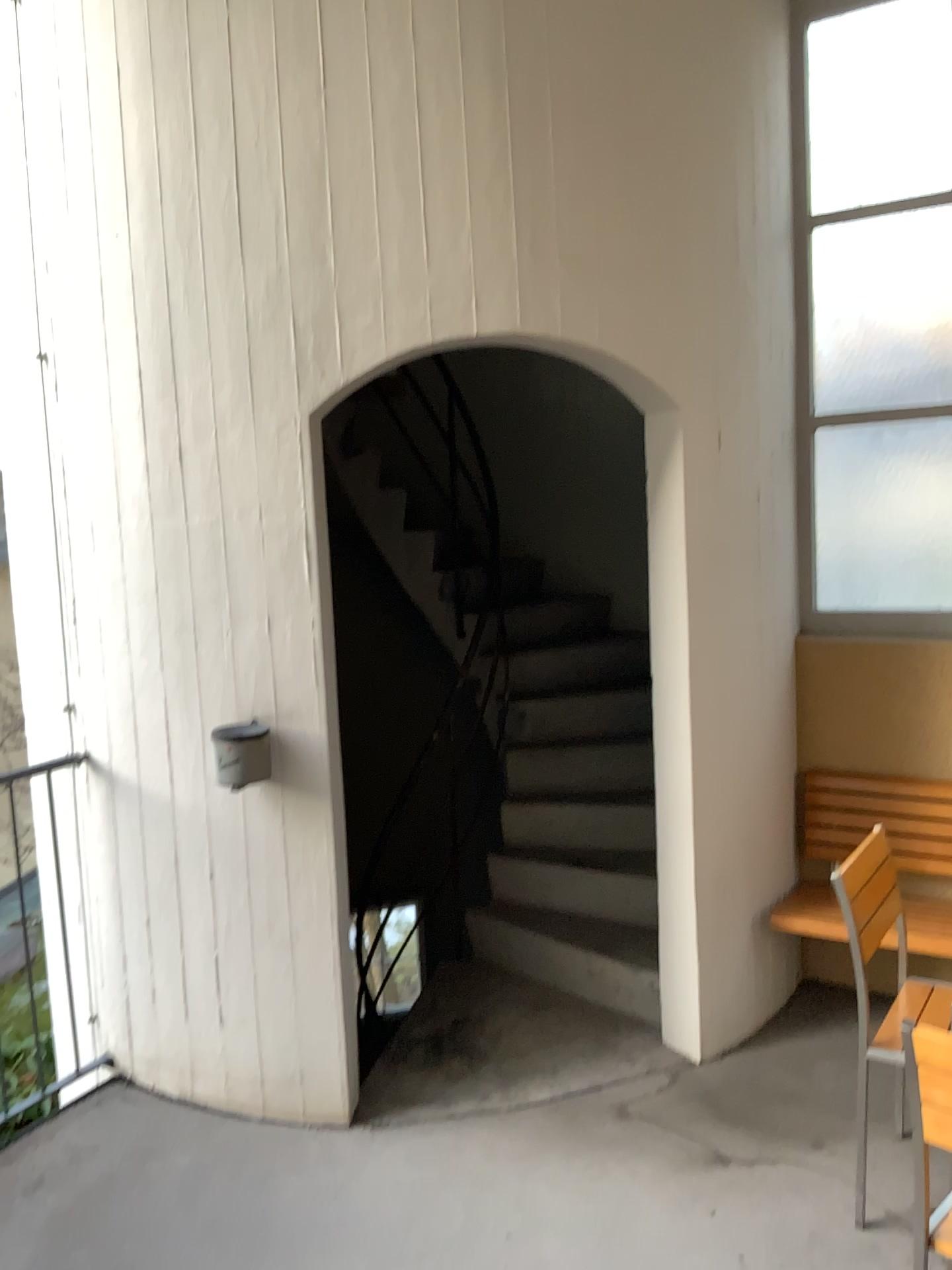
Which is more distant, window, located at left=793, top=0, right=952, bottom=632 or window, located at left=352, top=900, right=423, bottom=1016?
window, located at left=793, top=0, right=952, bottom=632

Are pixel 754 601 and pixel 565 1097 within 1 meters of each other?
no

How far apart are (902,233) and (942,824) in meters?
2.0

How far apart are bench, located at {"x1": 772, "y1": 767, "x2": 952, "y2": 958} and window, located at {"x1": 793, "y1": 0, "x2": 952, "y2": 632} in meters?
0.5 m

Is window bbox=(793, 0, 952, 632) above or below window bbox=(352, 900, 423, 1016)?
above

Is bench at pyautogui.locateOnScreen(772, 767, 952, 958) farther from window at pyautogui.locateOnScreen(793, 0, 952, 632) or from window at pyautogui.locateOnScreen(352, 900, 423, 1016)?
window at pyautogui.locateOnScreen(352, 900, 423, 1016)

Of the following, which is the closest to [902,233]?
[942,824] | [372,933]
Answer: [942,824]

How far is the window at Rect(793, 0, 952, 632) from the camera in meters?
3.6 m

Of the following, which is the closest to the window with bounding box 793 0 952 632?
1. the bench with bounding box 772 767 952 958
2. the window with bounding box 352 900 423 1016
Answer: the bench with bounding box 772 767 952 958

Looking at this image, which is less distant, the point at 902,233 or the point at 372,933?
the point at 372,933
